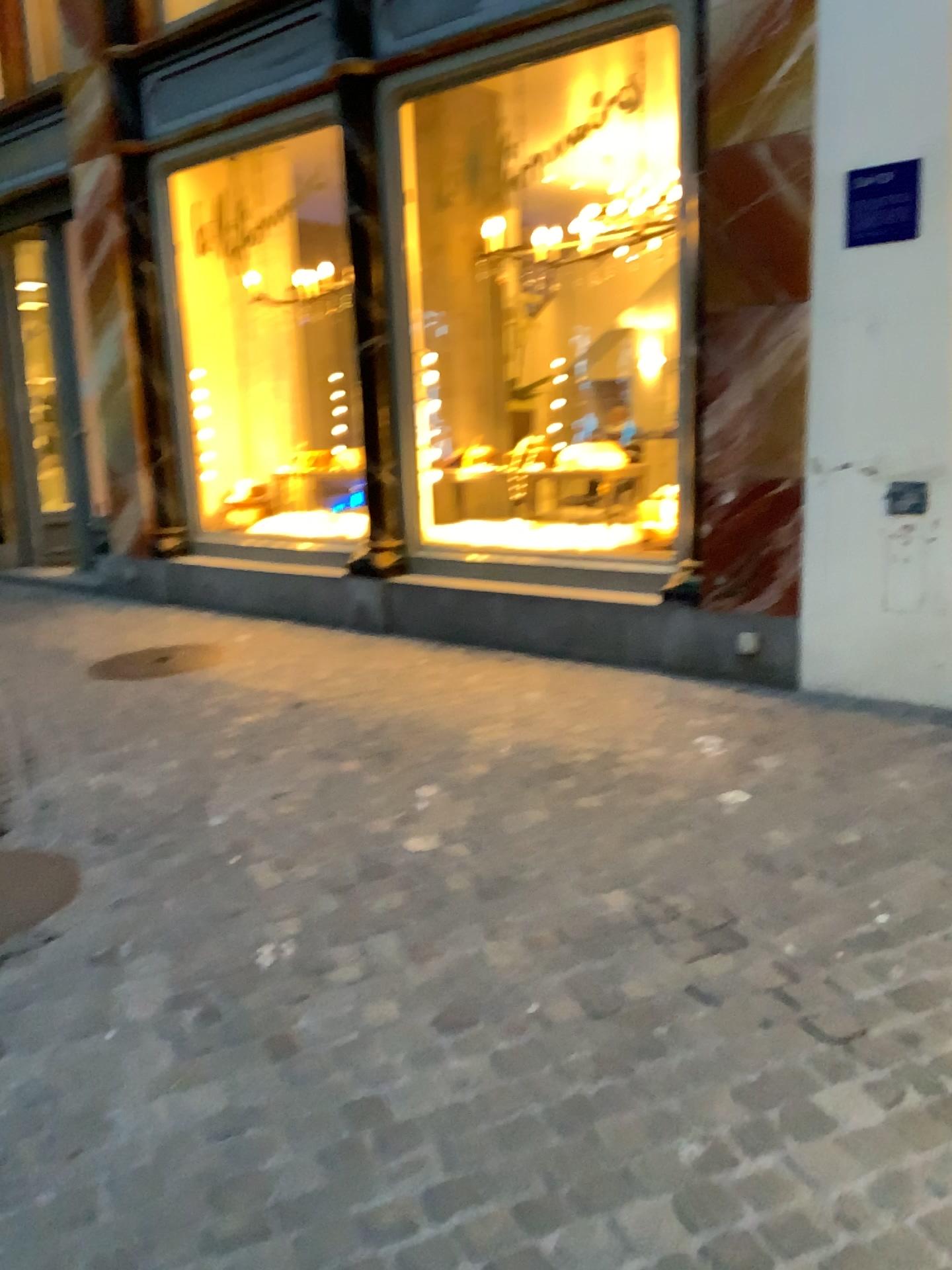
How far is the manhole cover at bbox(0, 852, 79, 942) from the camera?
2.9m

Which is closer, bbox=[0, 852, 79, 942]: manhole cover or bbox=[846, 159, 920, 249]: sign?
bbox=[0, 852, 79, 942]: manhole cover

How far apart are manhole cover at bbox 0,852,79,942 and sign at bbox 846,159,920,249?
3.6 meters

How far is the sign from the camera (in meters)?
3.93

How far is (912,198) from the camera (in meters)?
3.93

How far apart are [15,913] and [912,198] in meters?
3.9 m

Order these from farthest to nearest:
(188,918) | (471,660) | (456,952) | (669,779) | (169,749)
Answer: (471,660) < (169,749) < (669,779) < (188,918) < (456,952)

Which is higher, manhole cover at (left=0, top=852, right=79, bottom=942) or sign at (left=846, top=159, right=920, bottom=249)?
sign at (left=846, top=159, right=920, bottom=249)

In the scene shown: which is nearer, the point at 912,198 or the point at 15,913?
the point at 15,913
